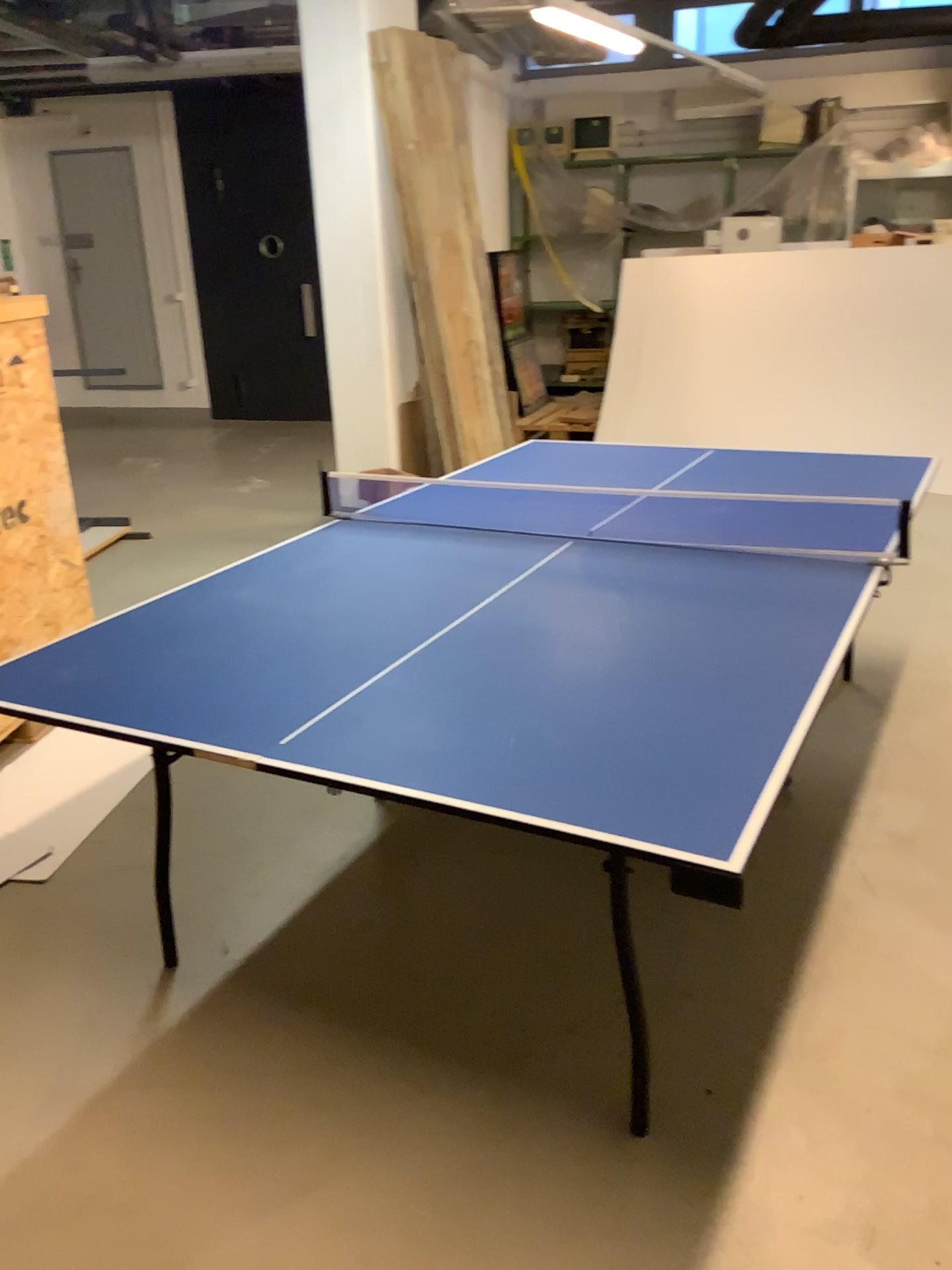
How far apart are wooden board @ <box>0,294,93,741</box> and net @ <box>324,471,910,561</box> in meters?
1.6 m

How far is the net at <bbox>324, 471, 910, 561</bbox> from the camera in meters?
2.6

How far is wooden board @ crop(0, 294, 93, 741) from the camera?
3.41m

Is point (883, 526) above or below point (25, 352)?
below

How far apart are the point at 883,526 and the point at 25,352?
2.7 meters

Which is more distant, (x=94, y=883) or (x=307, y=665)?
(x=94, y=883)

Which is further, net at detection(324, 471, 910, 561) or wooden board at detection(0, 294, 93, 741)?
wooden board at detection(0, 294, 93, 741)

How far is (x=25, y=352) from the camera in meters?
3.4 m
